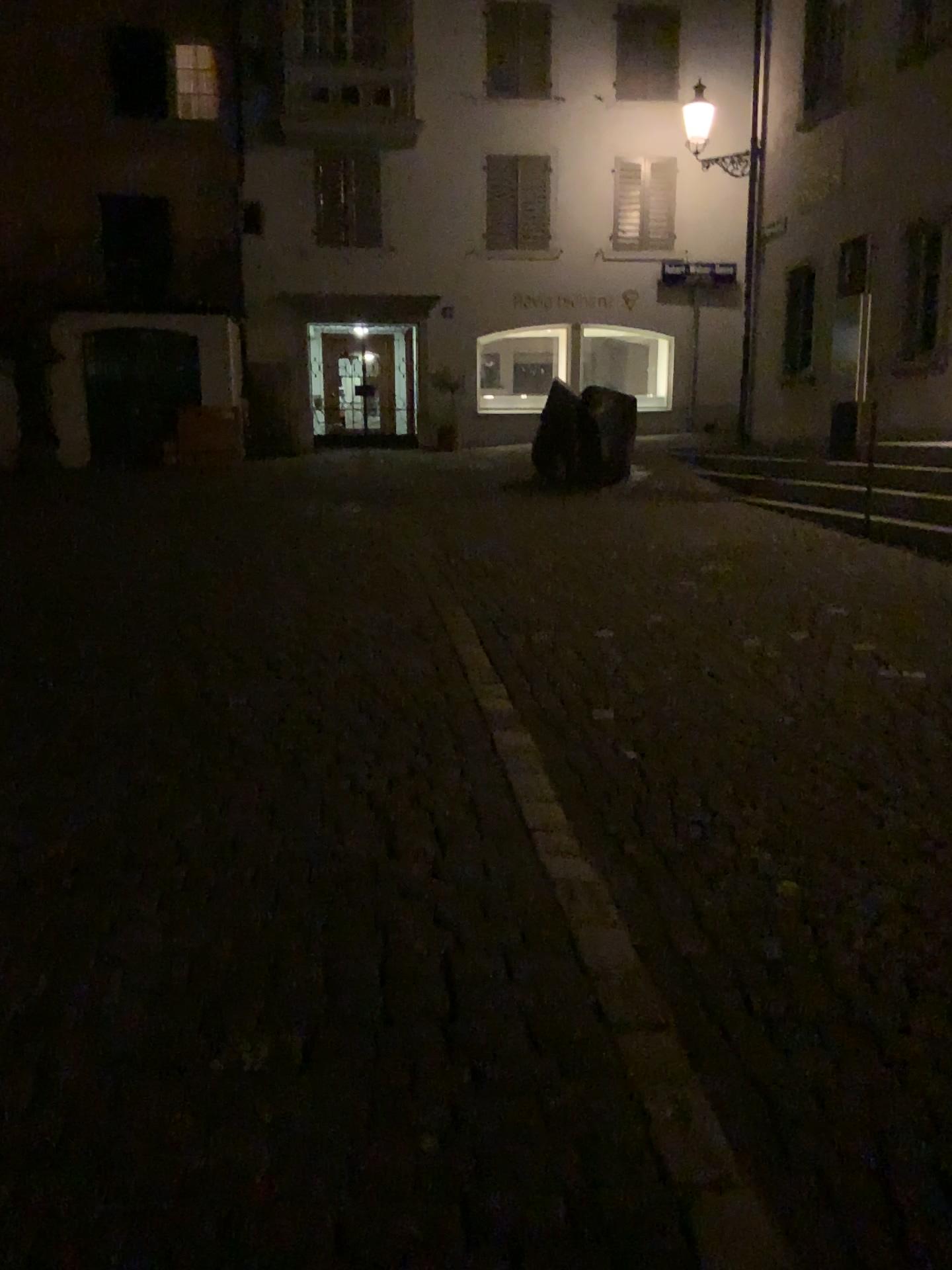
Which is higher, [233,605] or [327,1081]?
[233,605]
